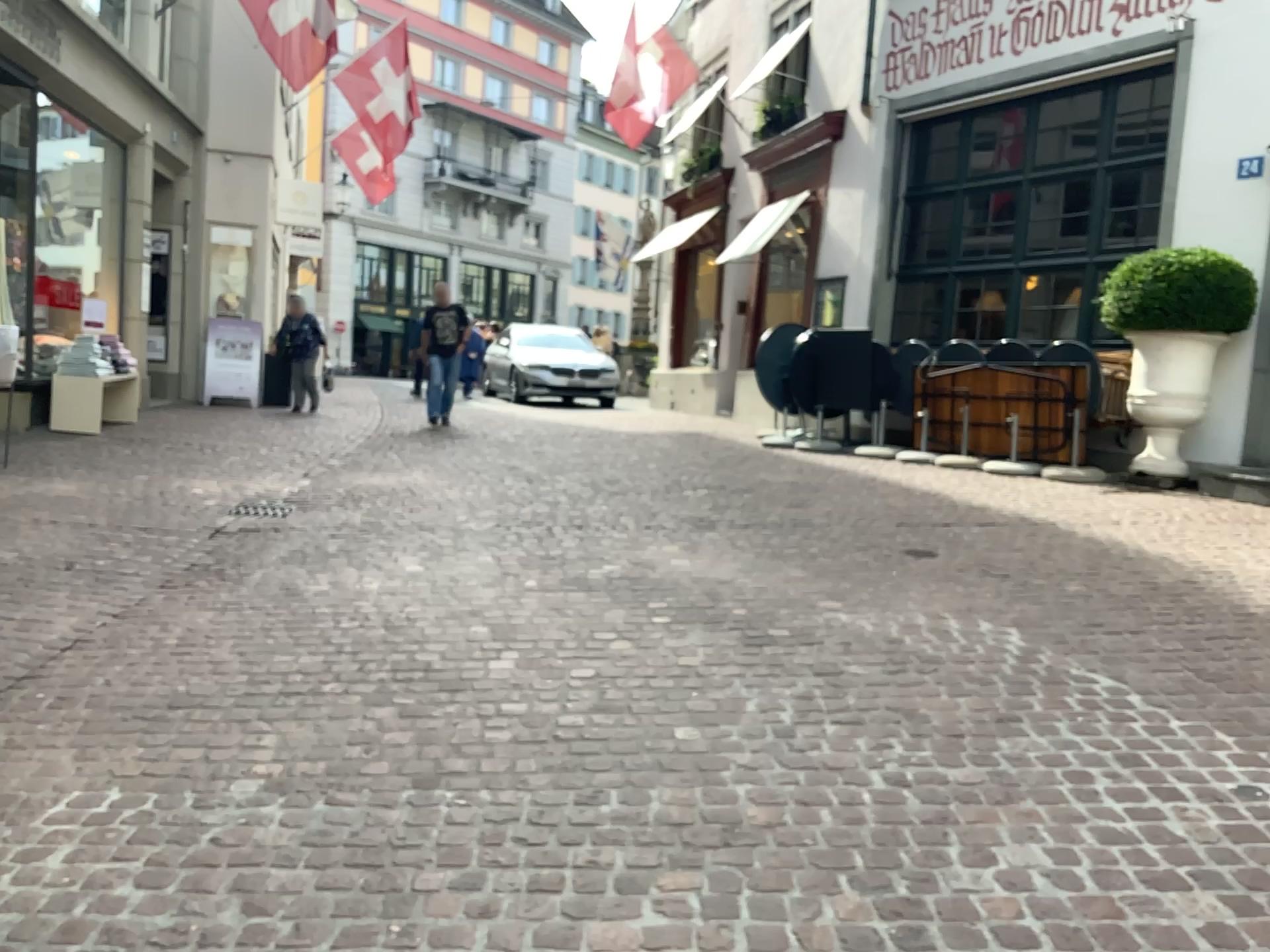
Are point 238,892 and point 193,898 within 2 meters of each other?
yes
